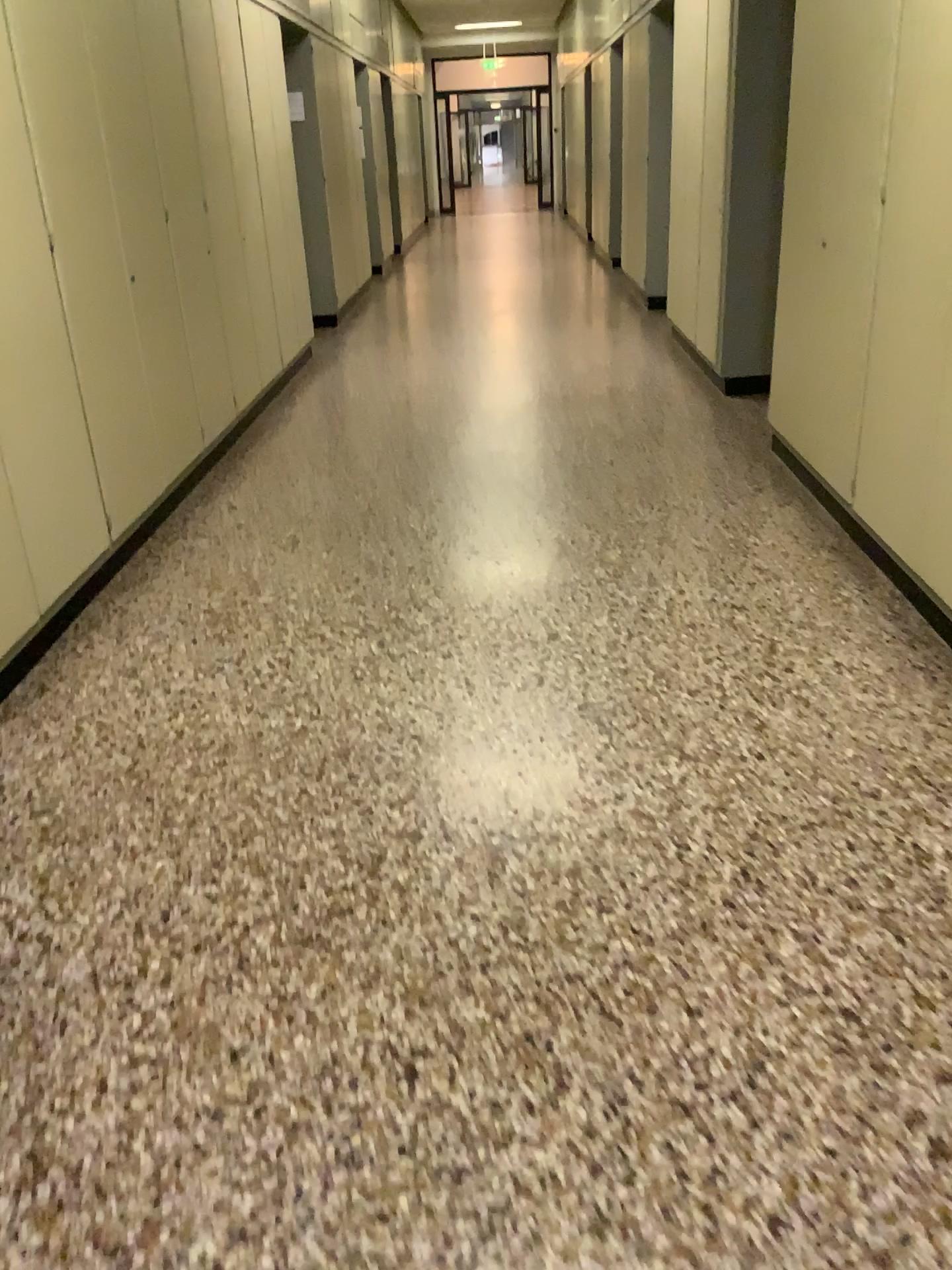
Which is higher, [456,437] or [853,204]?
[853,204]
